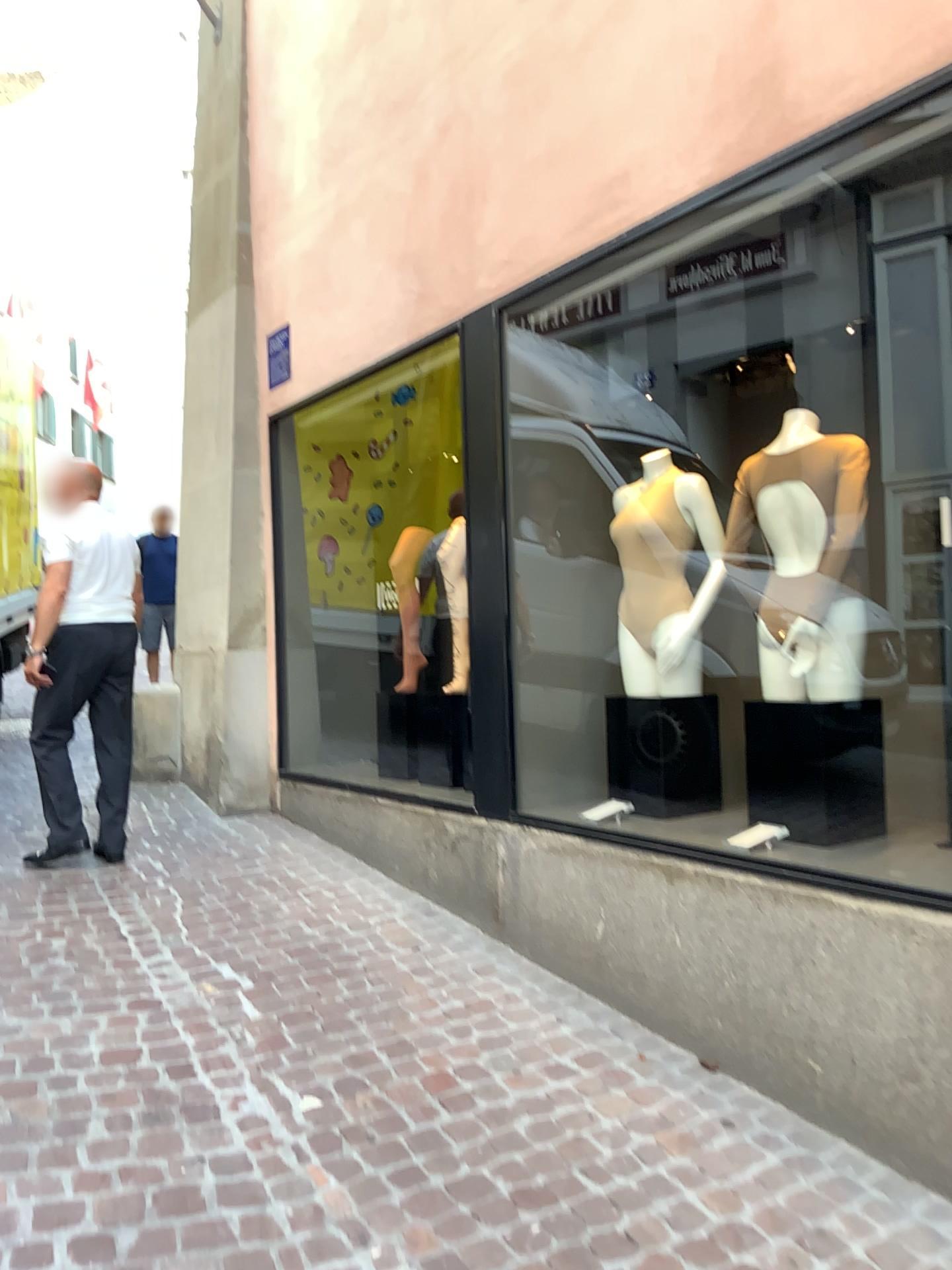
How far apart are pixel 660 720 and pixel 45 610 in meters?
2.5 m

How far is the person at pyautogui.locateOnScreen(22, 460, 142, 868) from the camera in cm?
428

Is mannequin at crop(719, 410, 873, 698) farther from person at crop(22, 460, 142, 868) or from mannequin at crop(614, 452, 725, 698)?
person at crop(22, 460, 142, 868)

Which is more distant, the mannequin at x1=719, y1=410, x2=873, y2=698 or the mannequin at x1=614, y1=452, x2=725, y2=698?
the mannequin at x1=614, y1=452, x2=725, y2=698

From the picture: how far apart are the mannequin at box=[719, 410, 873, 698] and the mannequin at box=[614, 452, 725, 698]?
0.4m

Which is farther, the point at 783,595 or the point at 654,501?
the point at 654,501

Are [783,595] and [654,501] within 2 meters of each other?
yes

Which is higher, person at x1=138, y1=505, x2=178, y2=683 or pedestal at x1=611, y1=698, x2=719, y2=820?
person at x1=138, y1=505, x2=178, y2=683

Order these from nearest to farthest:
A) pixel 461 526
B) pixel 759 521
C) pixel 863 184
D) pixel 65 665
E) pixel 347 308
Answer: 1. pixel 863 184
2. pixel 759 521
3. pixel 461 526
4. pixel 65 665
5. pixel 347 308

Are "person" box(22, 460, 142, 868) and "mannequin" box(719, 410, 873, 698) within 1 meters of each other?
no
